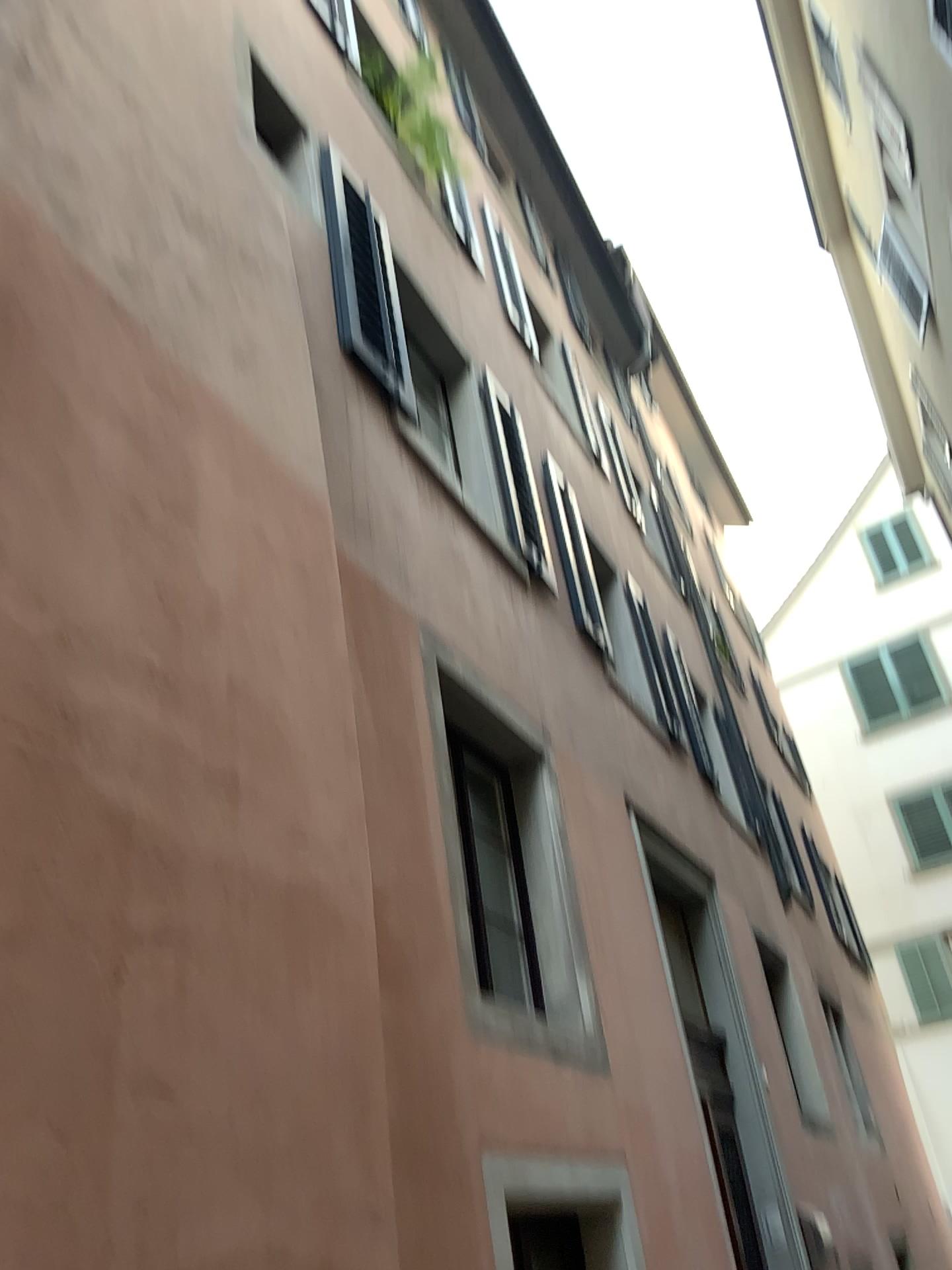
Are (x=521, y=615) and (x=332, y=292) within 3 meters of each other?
yes
